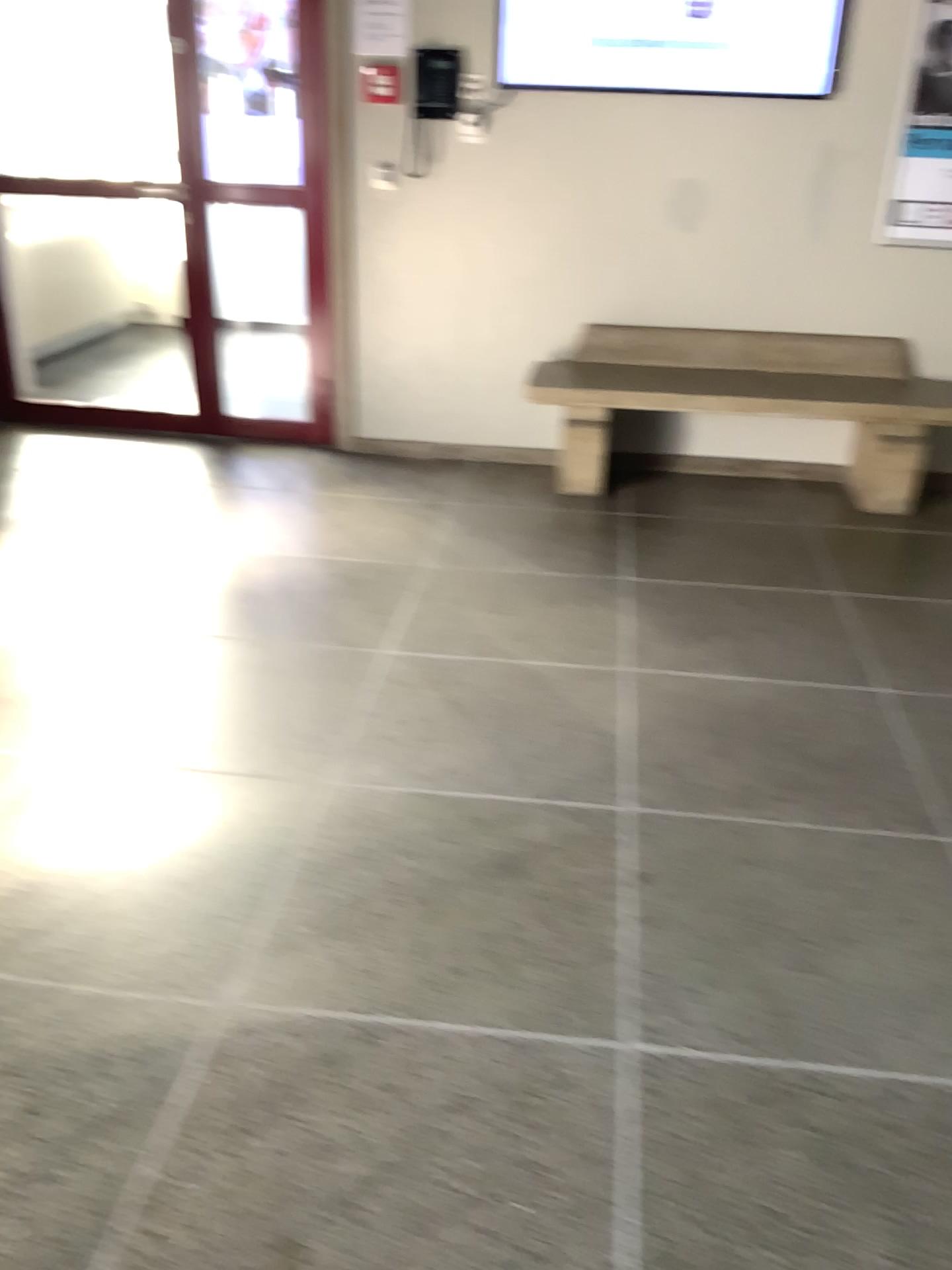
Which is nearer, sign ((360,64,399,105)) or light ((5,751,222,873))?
light ((5,751,222,873))

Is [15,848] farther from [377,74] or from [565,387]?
[377,74]

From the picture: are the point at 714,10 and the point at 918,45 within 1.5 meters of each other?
yes

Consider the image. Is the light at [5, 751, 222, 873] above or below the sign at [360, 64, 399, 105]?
below

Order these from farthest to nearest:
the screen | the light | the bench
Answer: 1. the bench
2. the screen
3. the light

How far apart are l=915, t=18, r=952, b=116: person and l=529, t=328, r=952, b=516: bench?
0.86m

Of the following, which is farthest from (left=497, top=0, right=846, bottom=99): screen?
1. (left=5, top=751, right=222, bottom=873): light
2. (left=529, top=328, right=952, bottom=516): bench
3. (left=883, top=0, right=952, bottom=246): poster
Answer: (left=5, top=751, right=222, bottom=873): light

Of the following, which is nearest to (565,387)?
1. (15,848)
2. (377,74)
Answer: (377,74)

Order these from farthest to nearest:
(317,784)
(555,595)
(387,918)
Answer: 1. (555,595)
2. (317,784)
3. (387,918)

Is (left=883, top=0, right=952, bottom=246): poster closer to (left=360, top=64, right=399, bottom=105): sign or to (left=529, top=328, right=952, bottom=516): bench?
(left=529, top=328, right=952, bottom=516): bench
